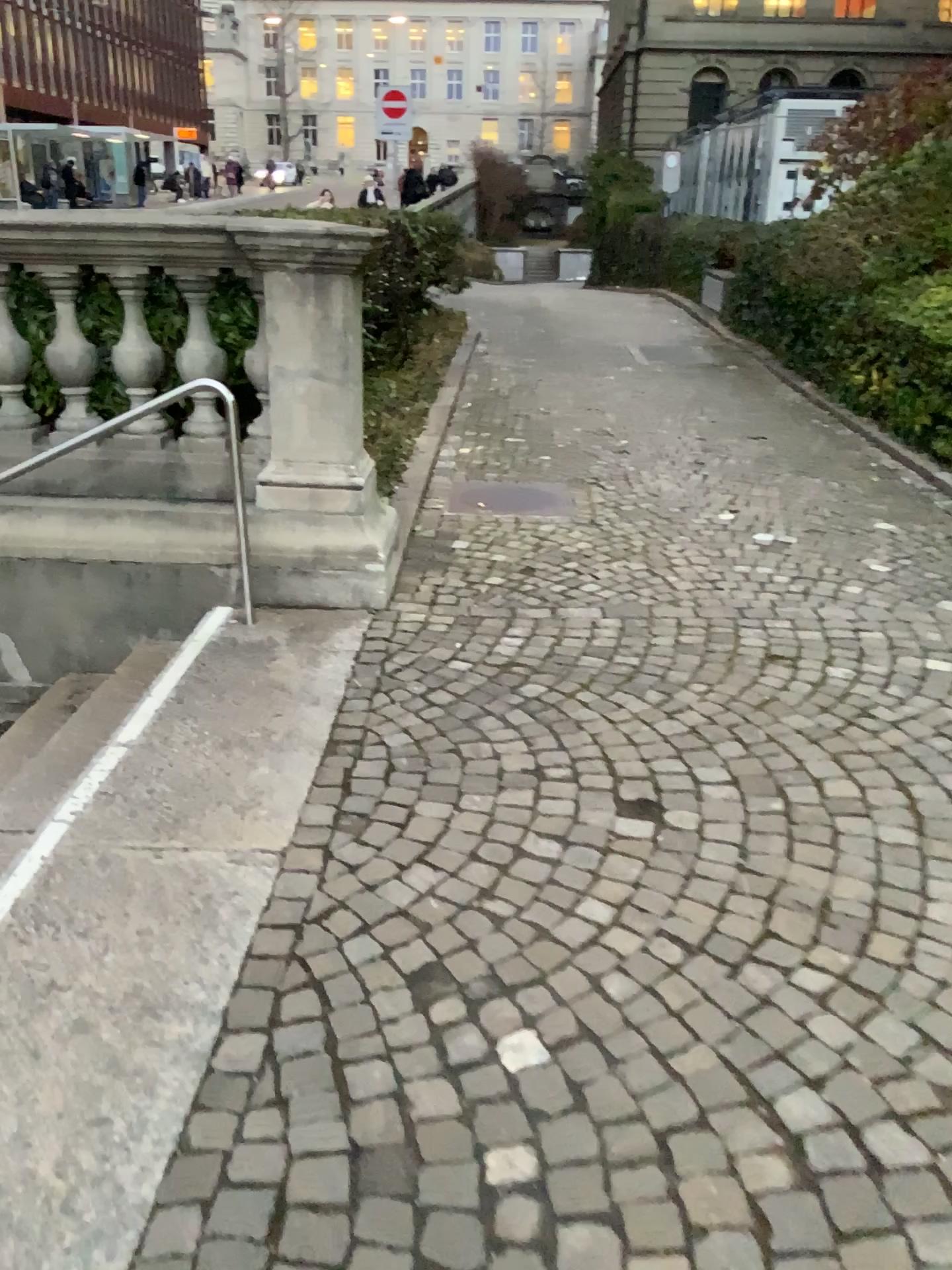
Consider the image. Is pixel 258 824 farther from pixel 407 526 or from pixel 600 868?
pixel 407 526
